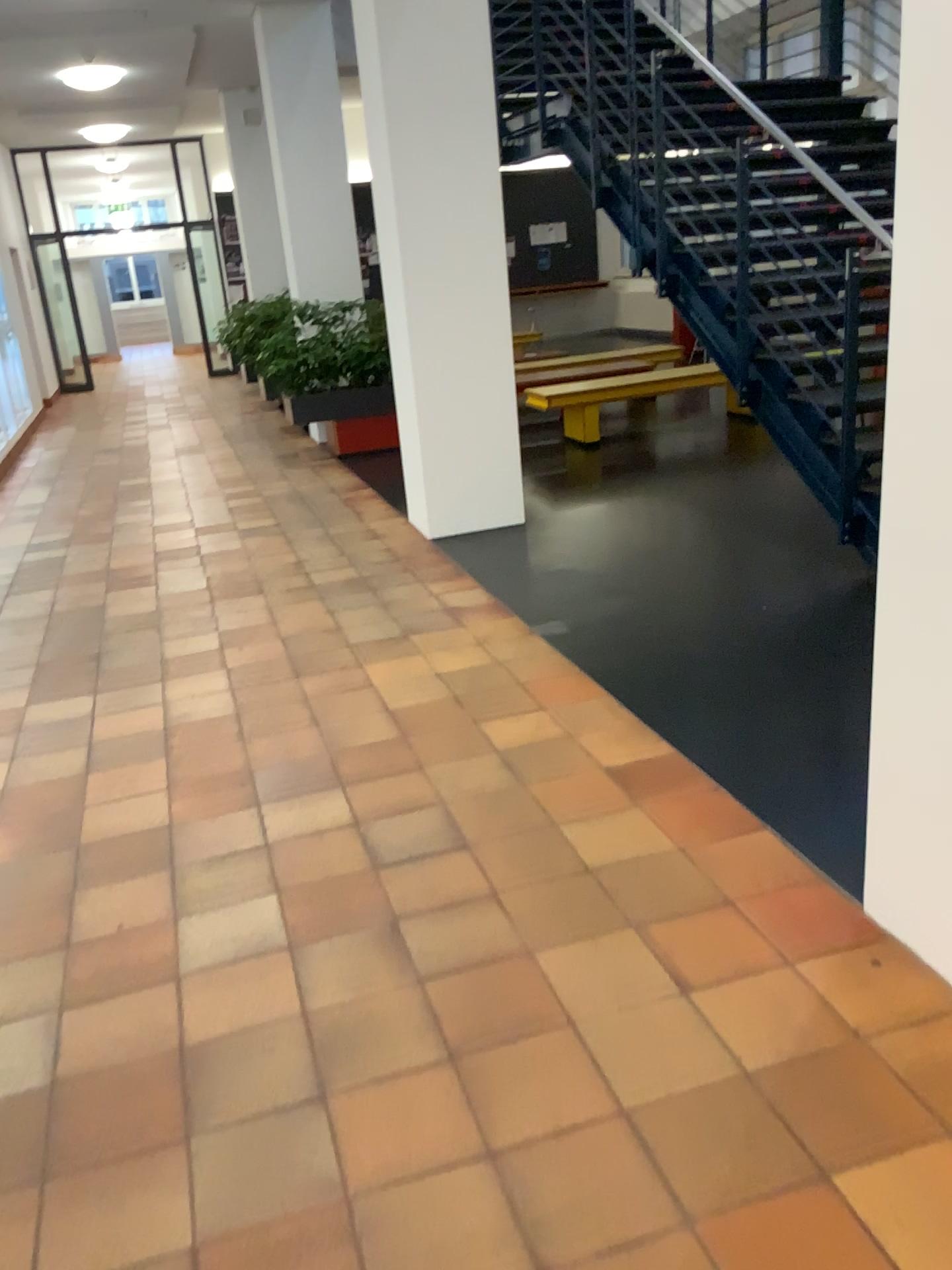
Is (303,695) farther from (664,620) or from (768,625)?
(768,625)
